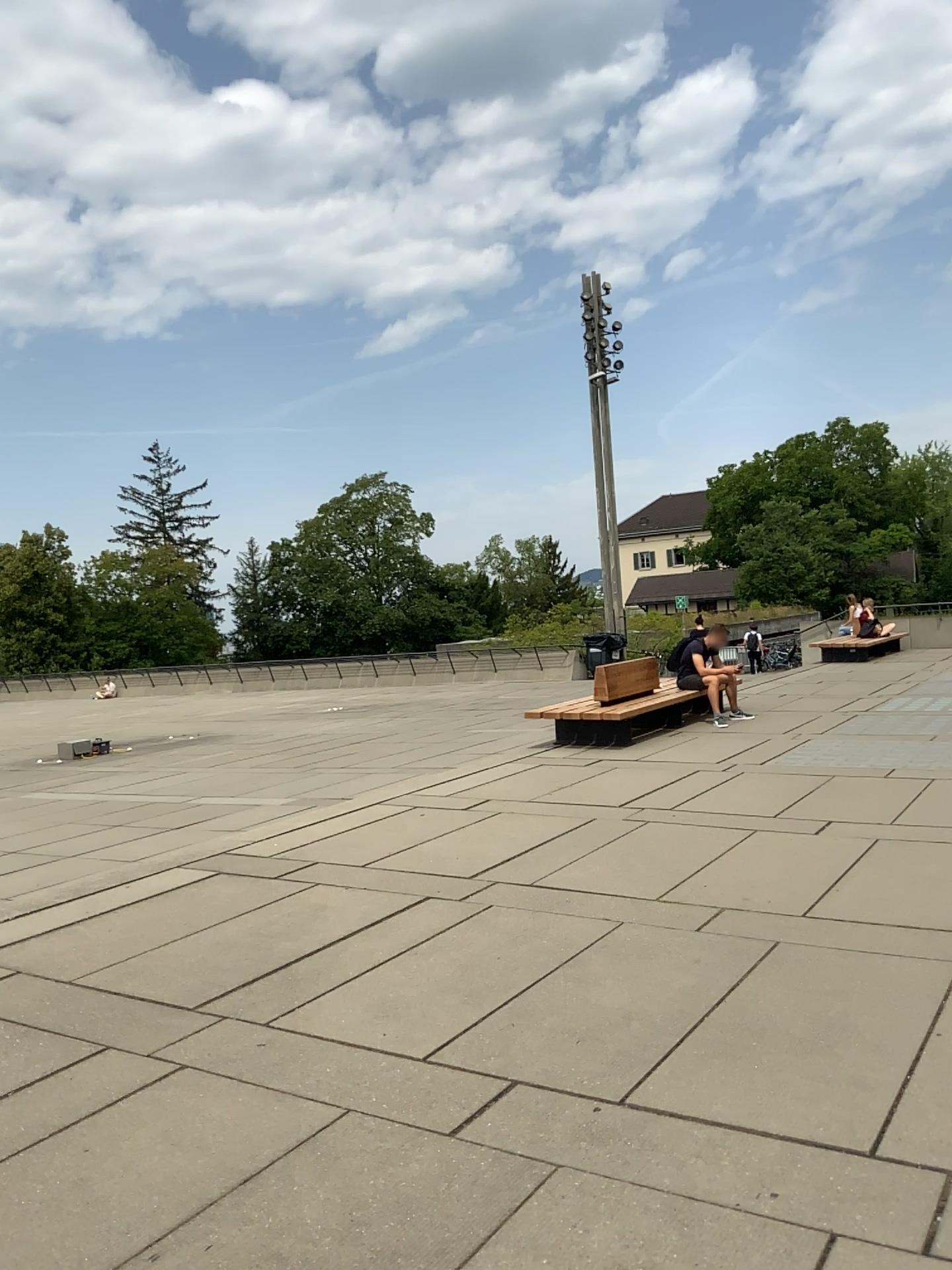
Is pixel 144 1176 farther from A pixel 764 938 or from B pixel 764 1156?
A pixel 764 938
